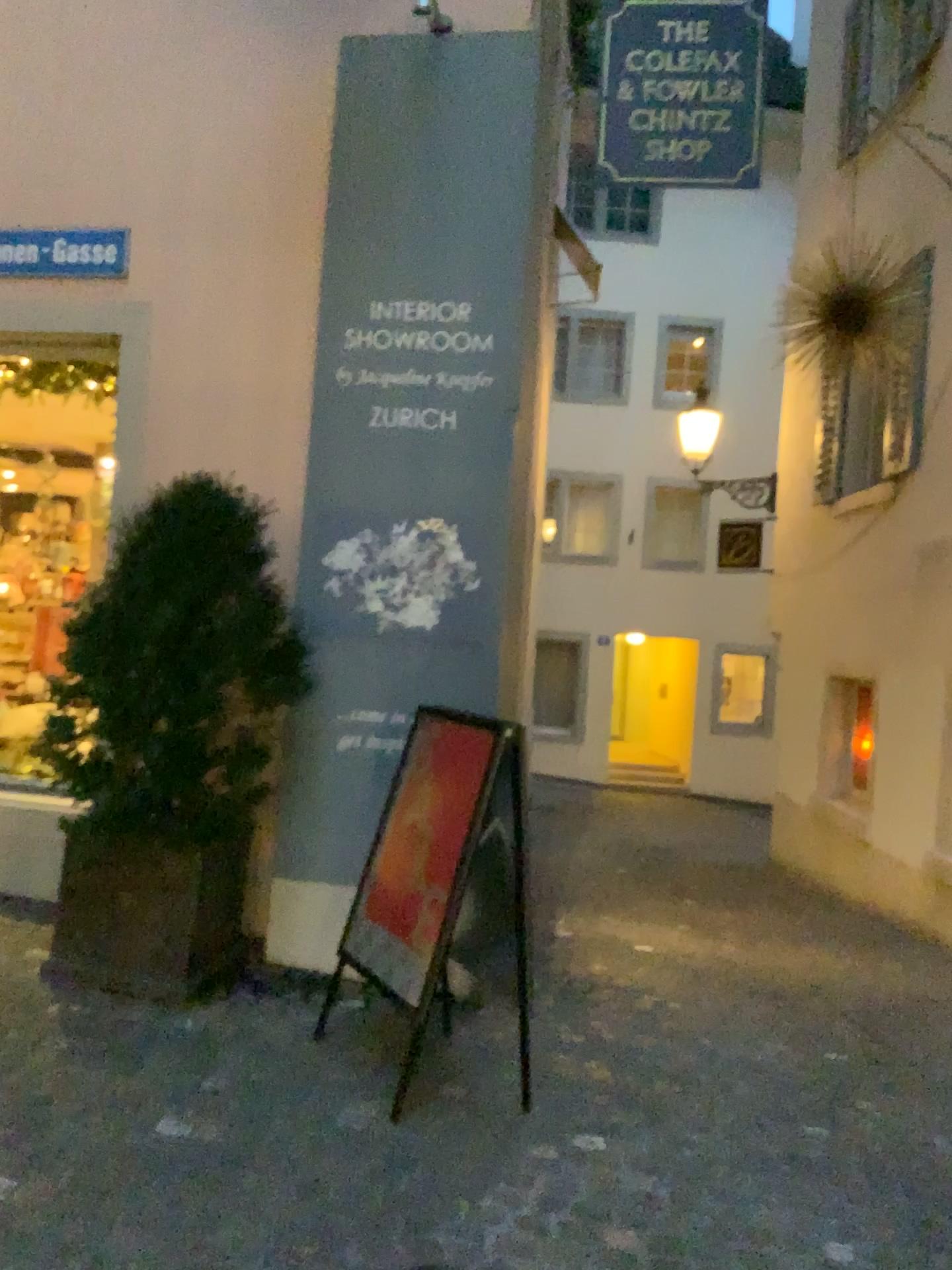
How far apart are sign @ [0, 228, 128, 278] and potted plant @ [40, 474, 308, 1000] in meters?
1.4

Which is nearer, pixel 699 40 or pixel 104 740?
pixel 104 740

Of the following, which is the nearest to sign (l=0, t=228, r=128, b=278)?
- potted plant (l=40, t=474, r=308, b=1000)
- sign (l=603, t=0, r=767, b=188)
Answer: potted plant (l=40, t=474, r=308, b=1000)

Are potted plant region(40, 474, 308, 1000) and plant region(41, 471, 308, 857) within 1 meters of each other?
yes

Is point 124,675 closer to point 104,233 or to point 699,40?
point 104,233

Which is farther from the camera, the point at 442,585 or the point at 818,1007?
the point at 818,1007

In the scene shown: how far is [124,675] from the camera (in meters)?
3.45

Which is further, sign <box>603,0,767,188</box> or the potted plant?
sign <box>603,0,767,188</box>

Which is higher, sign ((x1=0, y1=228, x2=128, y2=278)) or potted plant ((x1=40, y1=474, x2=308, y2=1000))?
sign ((x1=0, y1=228, x2=128, y2=278))

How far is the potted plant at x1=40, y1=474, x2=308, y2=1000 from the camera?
3.5m
